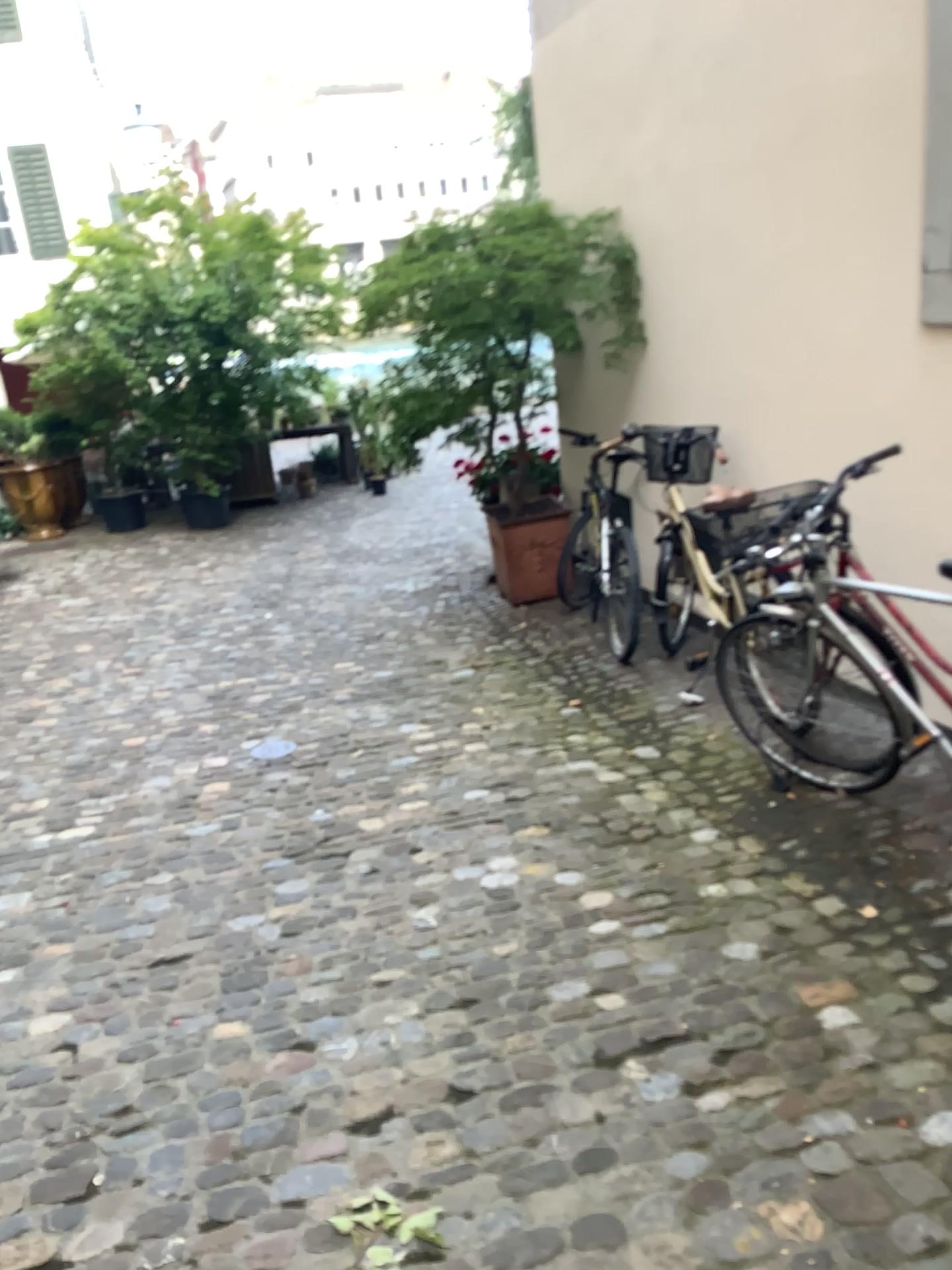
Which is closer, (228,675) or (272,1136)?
(272,1136)
